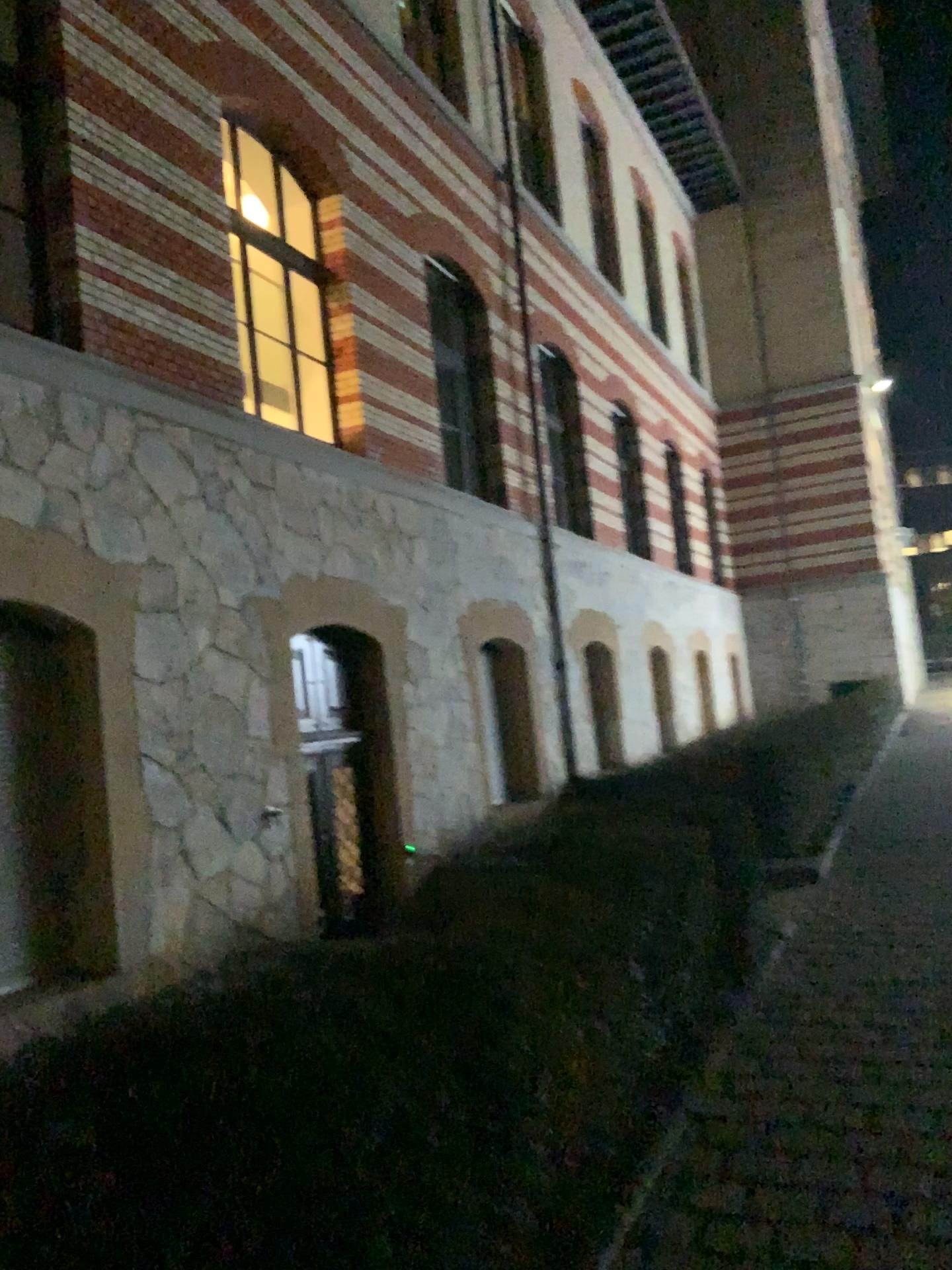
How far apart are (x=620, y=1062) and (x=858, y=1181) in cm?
82
